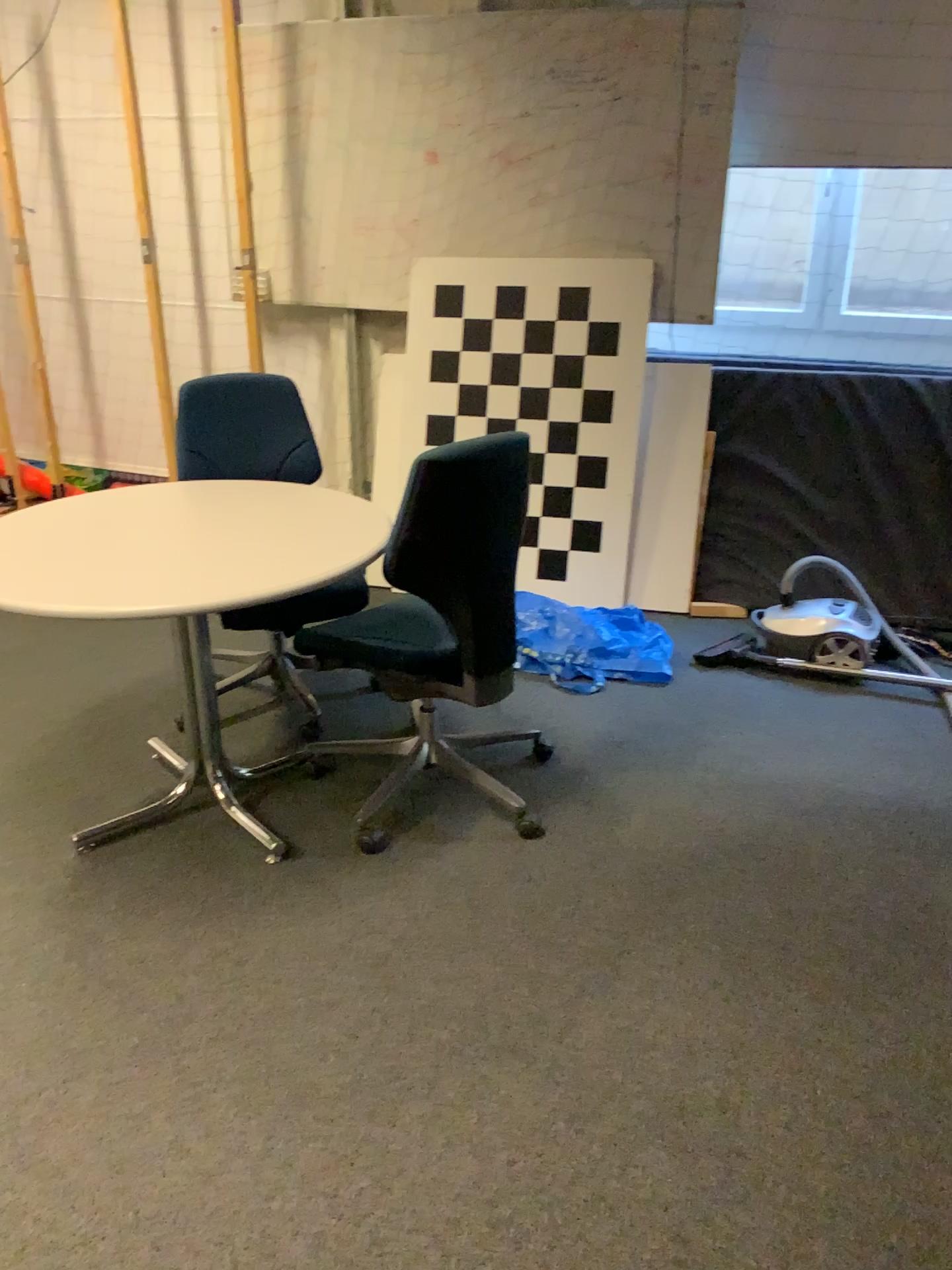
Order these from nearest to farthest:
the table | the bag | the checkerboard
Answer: the table, the bag, the checkerboard

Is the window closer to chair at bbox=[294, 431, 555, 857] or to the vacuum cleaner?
the vacuum cleaner

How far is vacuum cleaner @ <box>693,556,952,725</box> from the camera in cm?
343

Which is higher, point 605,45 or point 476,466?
point 605,45

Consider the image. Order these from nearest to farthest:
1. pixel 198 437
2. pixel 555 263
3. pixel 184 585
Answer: pixel 184 585, pixel 198 437, pixel 555 263

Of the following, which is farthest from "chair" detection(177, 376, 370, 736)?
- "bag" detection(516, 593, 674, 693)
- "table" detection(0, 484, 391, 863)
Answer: "bag" detection(516, 593, 674, 693)

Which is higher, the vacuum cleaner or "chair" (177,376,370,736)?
"chair" (177,376,370,736)

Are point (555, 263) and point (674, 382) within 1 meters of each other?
yes

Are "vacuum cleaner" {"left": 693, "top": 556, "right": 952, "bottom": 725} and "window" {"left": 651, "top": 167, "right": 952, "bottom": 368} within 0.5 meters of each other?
no

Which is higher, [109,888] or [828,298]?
[828,298]
